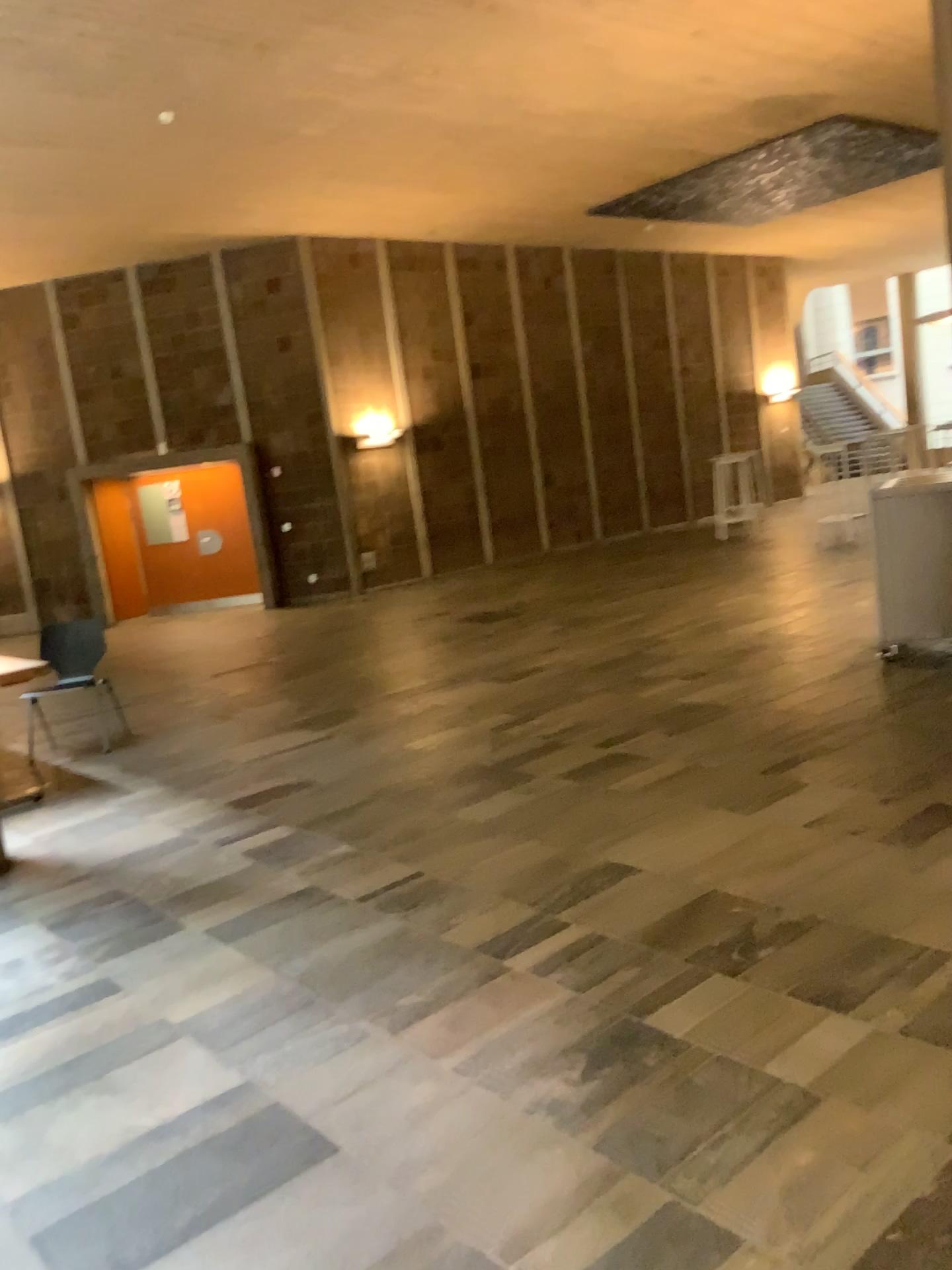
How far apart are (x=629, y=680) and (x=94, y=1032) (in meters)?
3.86
